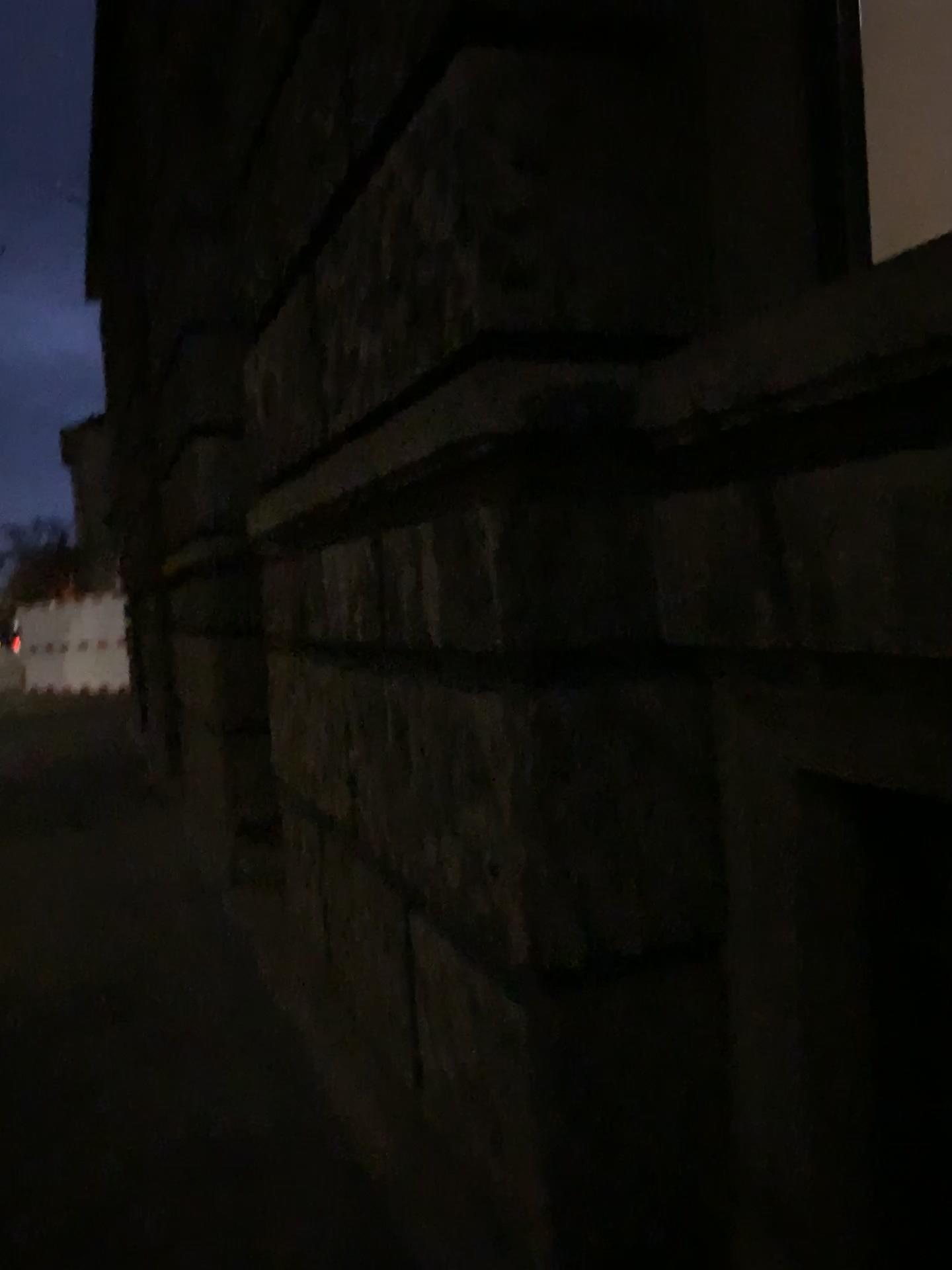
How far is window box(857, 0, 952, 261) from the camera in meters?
2.4

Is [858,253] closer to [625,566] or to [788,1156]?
[625,566]

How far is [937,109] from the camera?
2.4 meters
